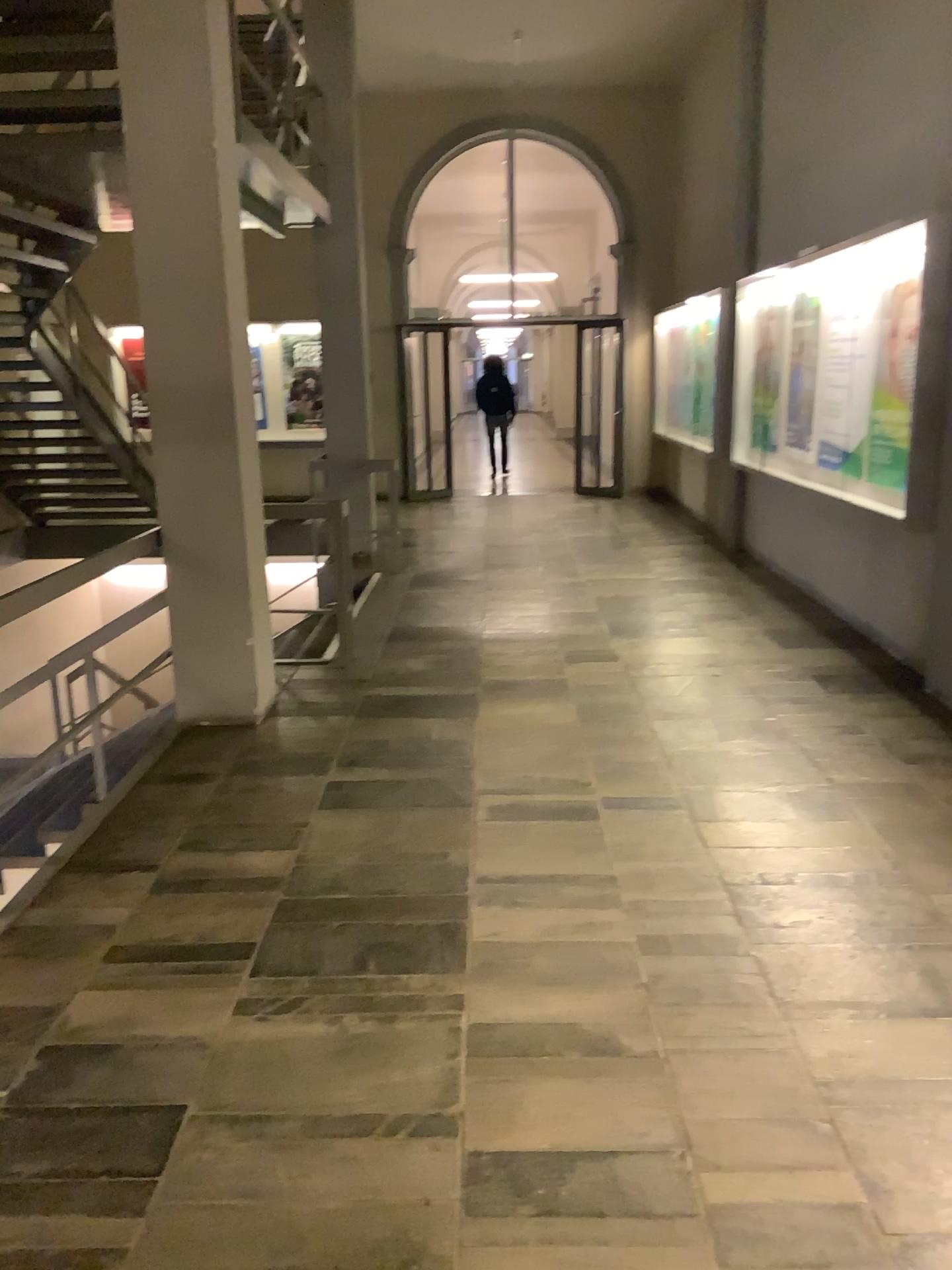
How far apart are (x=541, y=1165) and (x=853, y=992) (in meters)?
0.99
